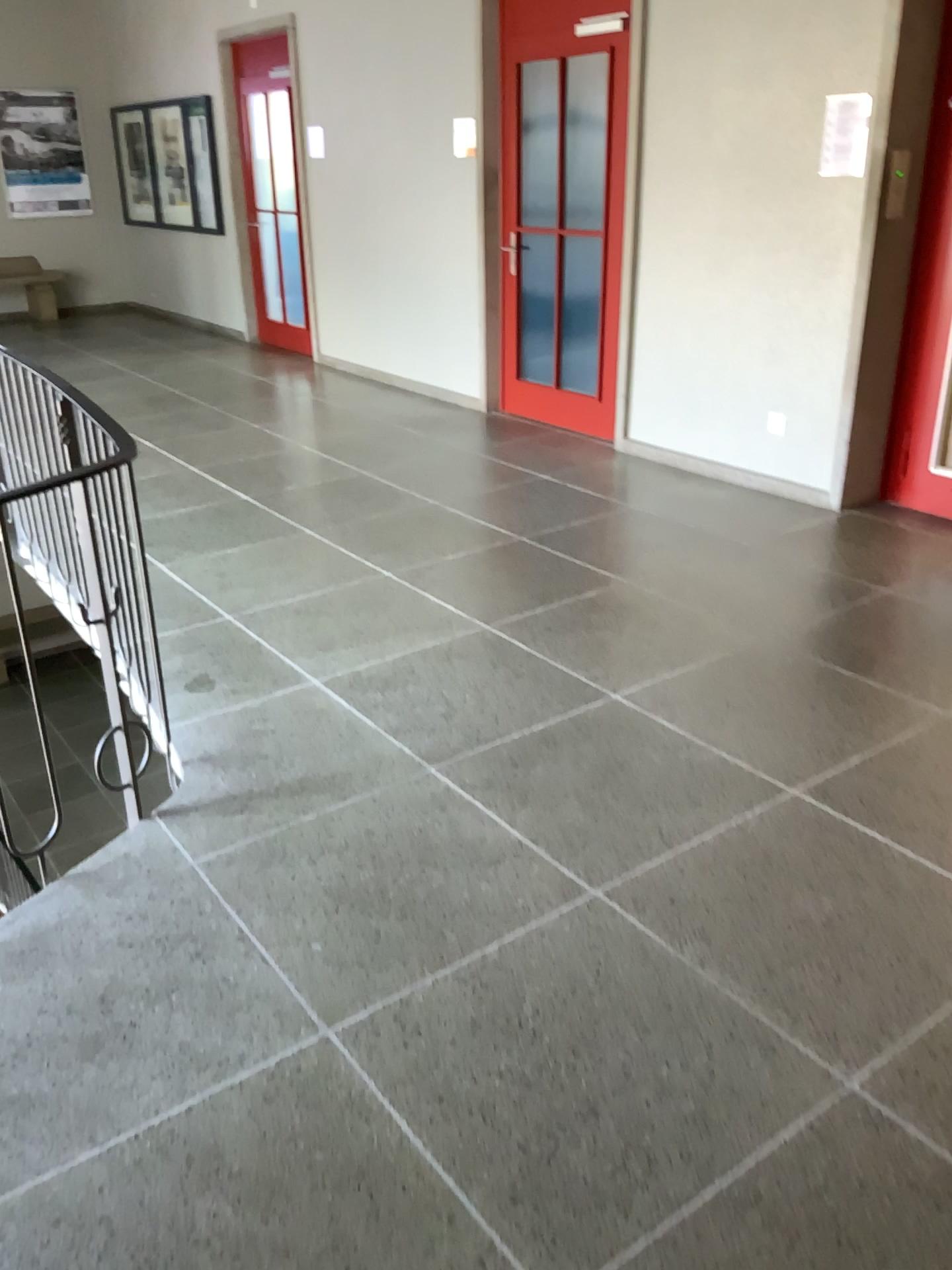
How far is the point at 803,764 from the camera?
2.91m
